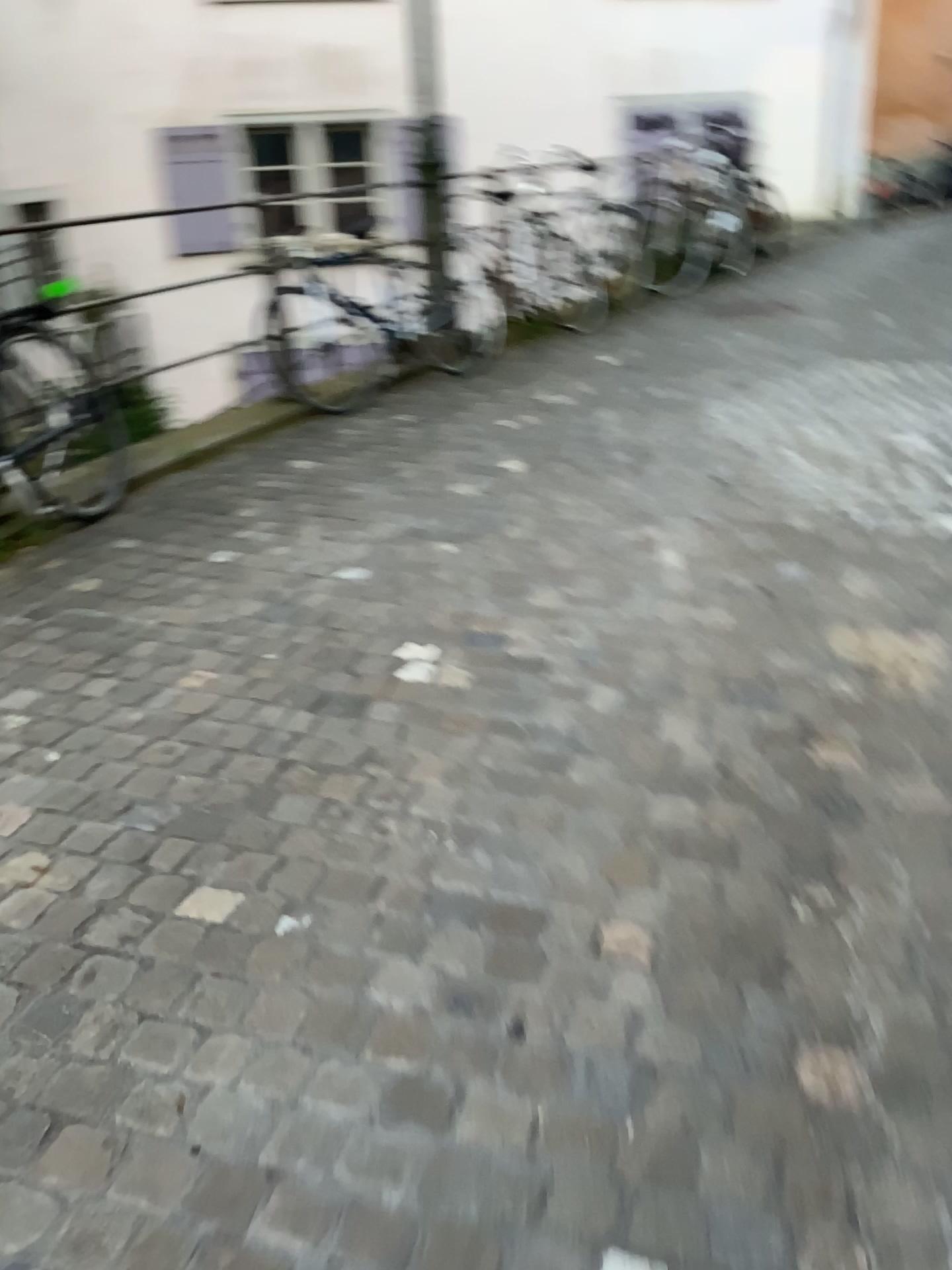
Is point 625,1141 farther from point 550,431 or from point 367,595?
point 550,431

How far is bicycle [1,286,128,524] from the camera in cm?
352

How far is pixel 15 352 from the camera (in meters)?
3.52
